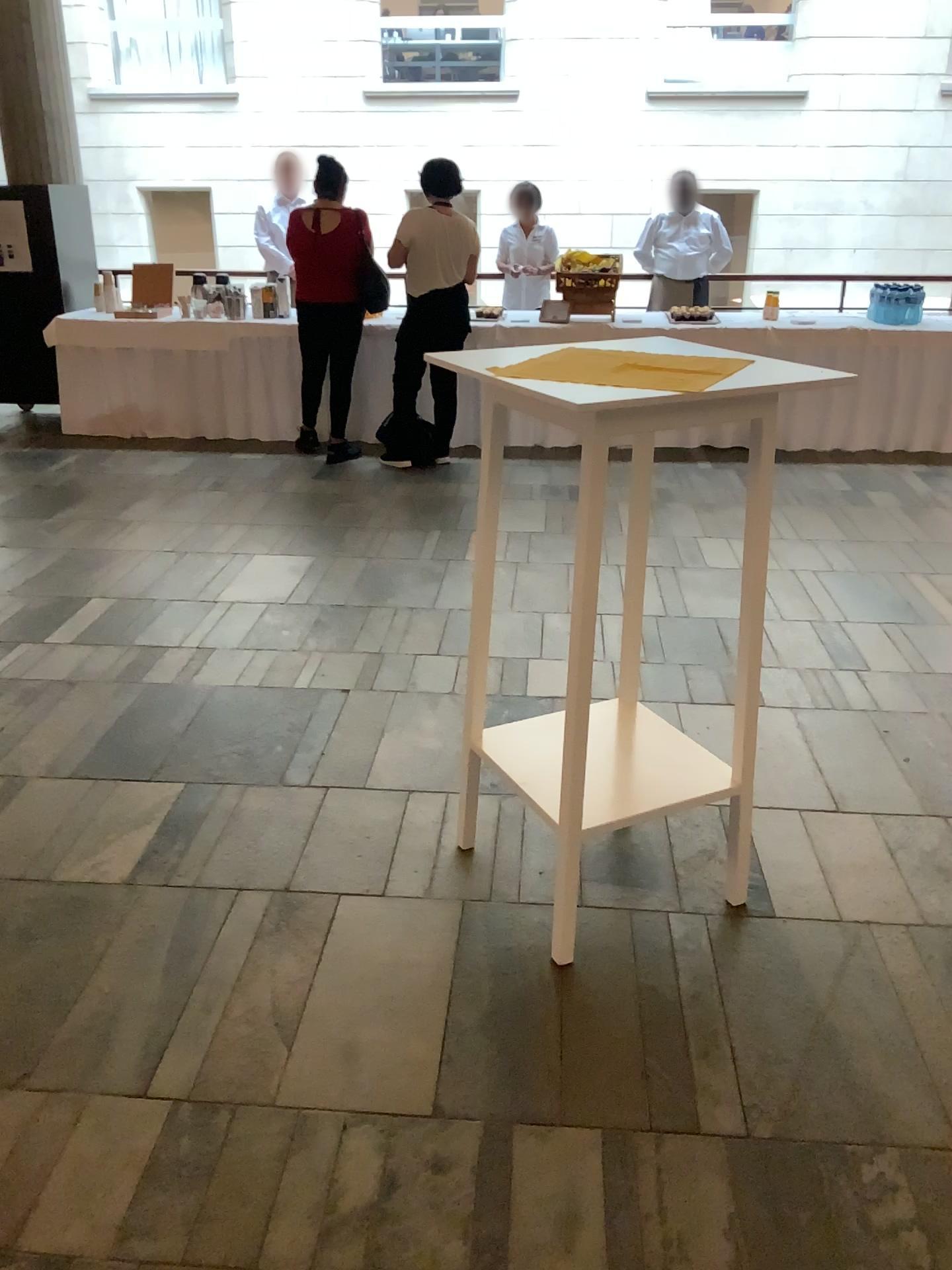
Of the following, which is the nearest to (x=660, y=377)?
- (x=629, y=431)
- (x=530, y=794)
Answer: (x=629, y=431)

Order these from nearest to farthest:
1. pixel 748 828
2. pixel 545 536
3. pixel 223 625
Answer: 1. pixel 748 828
2. pixel 223 625
3. pixel 545 536

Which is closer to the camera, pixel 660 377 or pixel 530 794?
pixel 660 377

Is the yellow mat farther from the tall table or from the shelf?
the shelf

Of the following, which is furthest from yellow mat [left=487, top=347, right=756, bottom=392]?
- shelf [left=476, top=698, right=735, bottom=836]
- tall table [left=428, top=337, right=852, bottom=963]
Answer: shelf [left=476, top=698, right=735, bottom=836]

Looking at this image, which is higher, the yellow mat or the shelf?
the yellow mat

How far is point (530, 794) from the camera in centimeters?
222cm

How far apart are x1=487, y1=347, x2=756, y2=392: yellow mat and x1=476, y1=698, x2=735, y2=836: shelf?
0.8 meters

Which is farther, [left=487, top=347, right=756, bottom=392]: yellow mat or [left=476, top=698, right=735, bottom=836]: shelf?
[left=476, top=698, right=735, bottom=836]: shelf

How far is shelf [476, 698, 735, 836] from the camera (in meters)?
2.22
